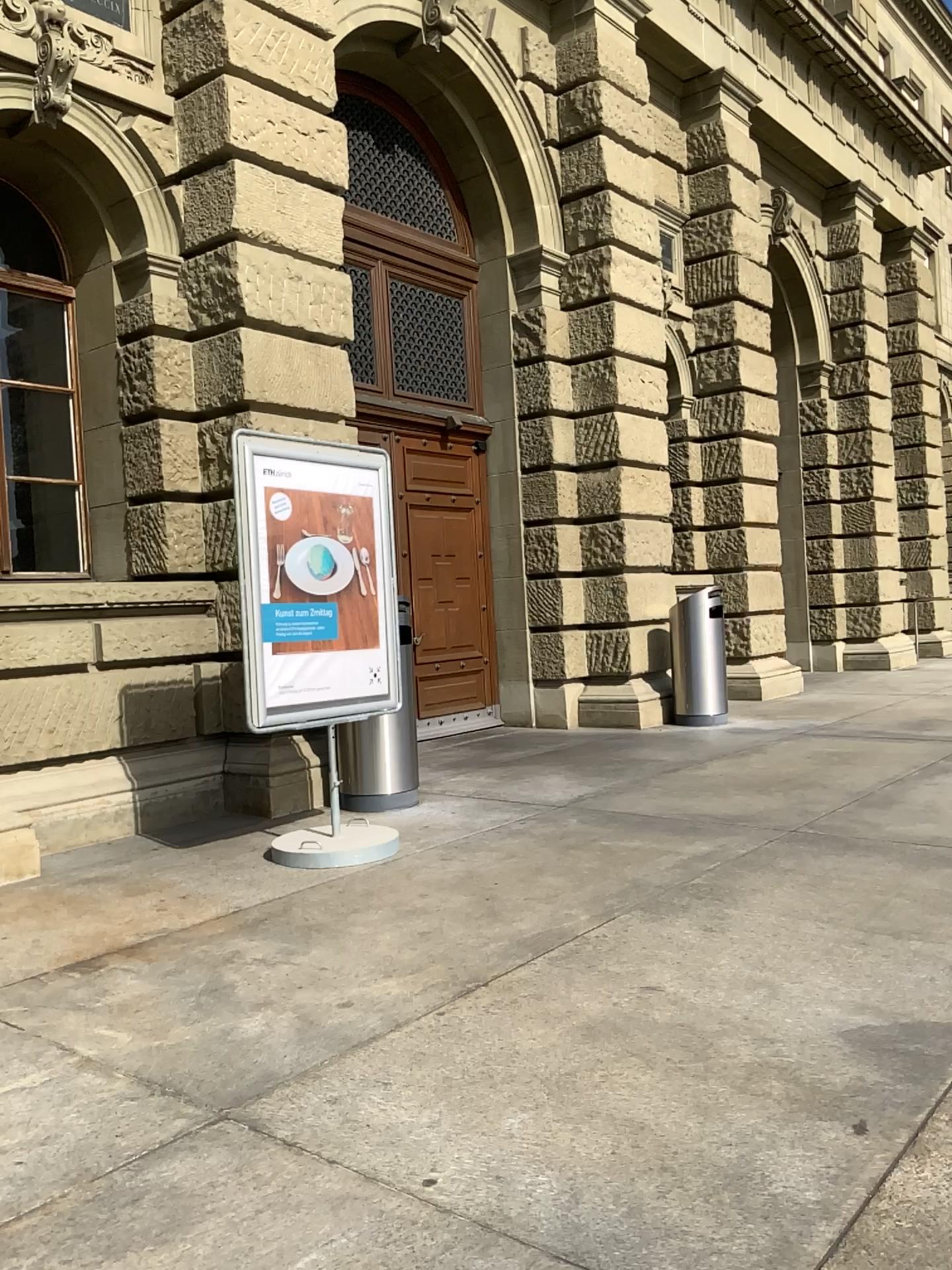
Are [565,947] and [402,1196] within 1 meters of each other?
no
